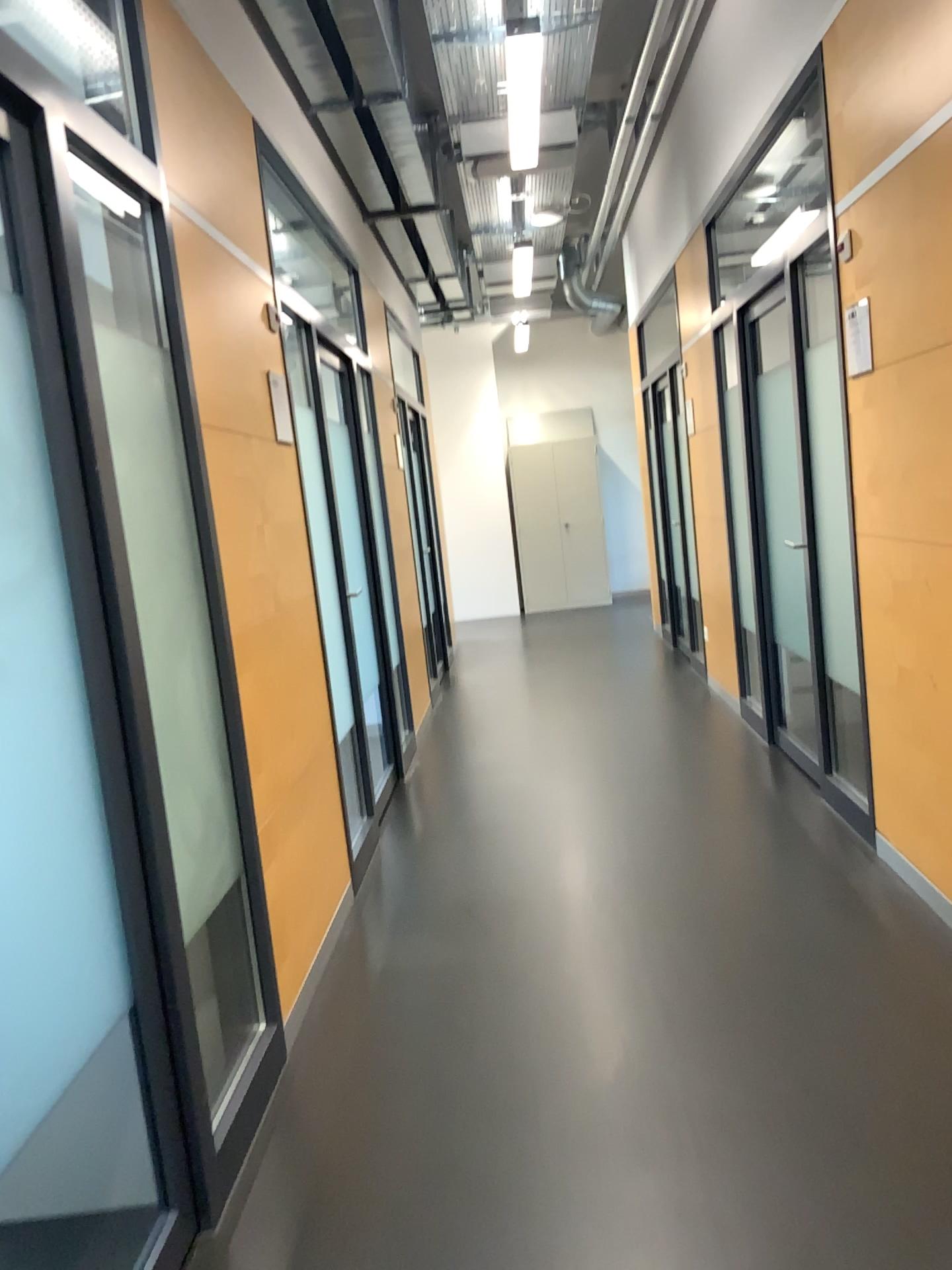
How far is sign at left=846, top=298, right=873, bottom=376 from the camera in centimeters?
305cm

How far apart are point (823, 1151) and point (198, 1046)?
1.2 meters

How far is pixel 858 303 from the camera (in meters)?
3.05
